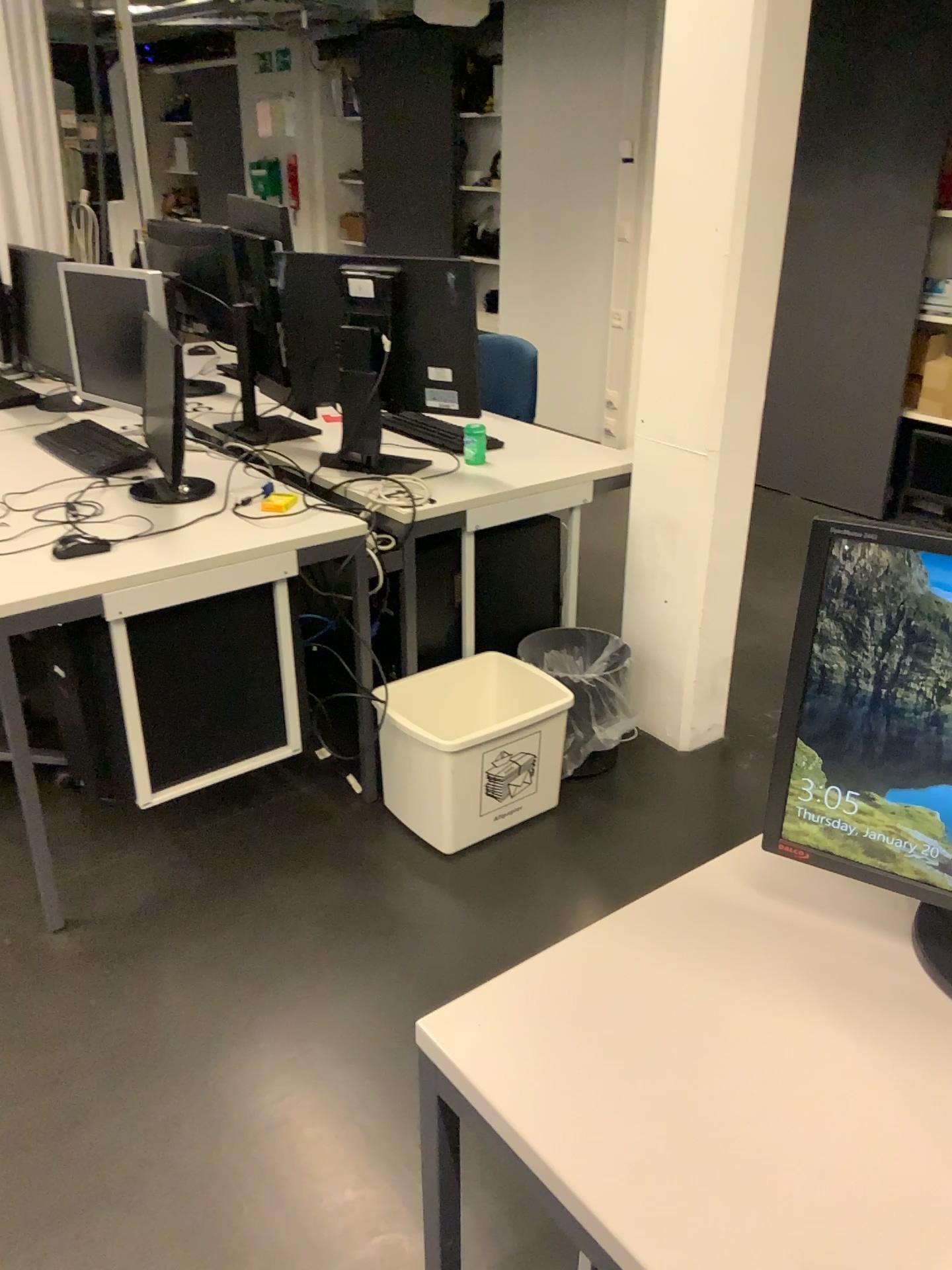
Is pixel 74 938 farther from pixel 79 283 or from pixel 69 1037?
pixel 79 283

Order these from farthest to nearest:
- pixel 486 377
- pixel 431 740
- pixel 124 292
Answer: pixel 486 377, pixel 124 292, pixel 431 740

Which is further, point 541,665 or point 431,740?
point 541,665

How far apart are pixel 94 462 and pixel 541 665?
1.28m

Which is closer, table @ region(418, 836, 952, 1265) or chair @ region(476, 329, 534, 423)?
table @ region(418, 836, 952, 1265)

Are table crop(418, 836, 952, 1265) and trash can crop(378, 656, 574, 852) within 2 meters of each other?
yes

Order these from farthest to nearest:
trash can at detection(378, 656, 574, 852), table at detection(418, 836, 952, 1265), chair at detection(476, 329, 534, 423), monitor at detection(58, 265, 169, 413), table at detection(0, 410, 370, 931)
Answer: chair at detection(476, 329, 534, 423)
monitor at detection(58, 265, 169, 413)
trash can at detection(378, 656, 574, 852)
table at detection(0, 410, 370, 931)
table at detection(418, 836, 952, 1265)

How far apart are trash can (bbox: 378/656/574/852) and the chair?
1.2m

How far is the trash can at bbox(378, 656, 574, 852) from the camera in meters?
2.4

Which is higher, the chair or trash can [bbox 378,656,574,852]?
the chair
